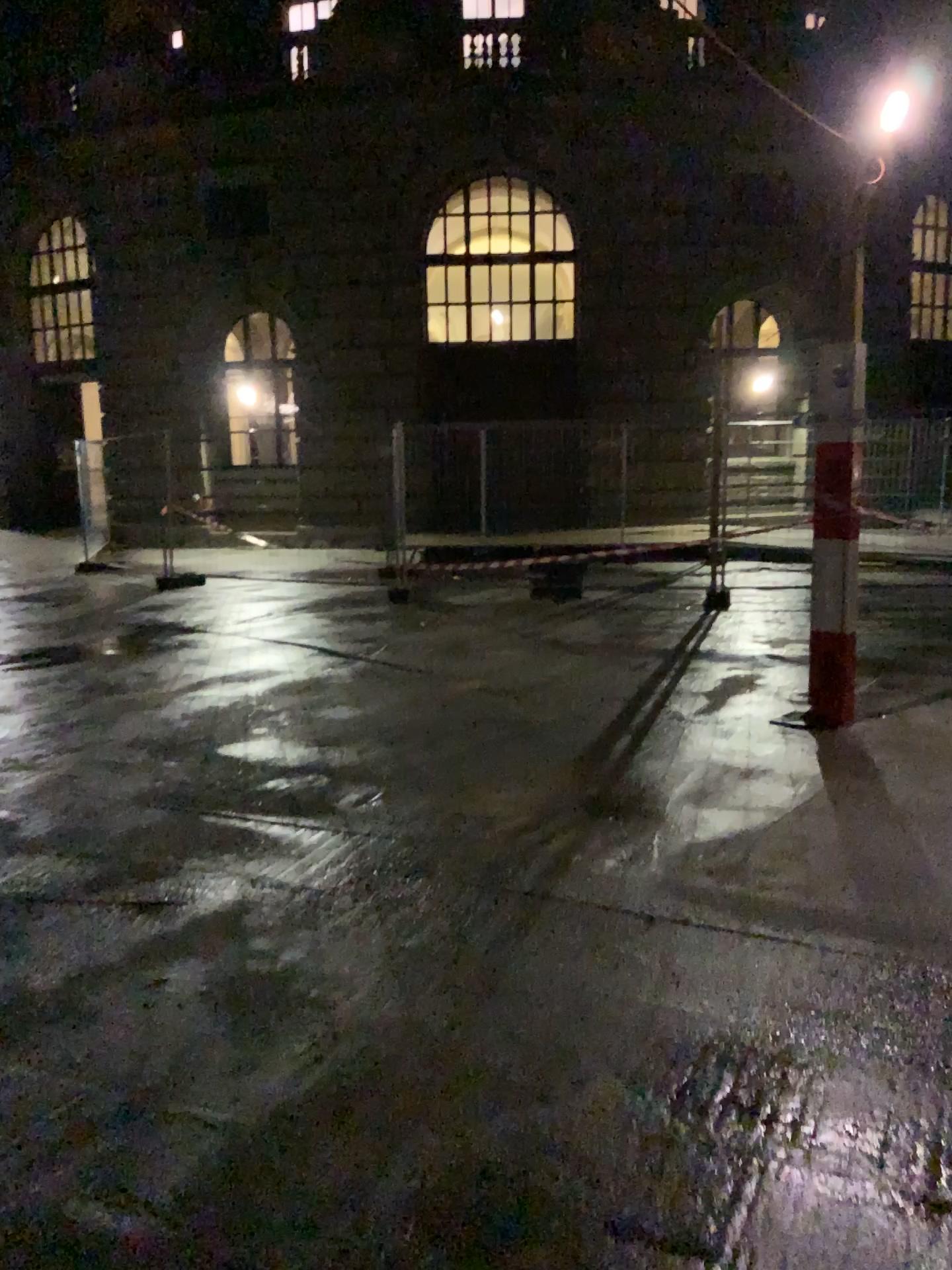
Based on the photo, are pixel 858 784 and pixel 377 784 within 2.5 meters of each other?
yes
